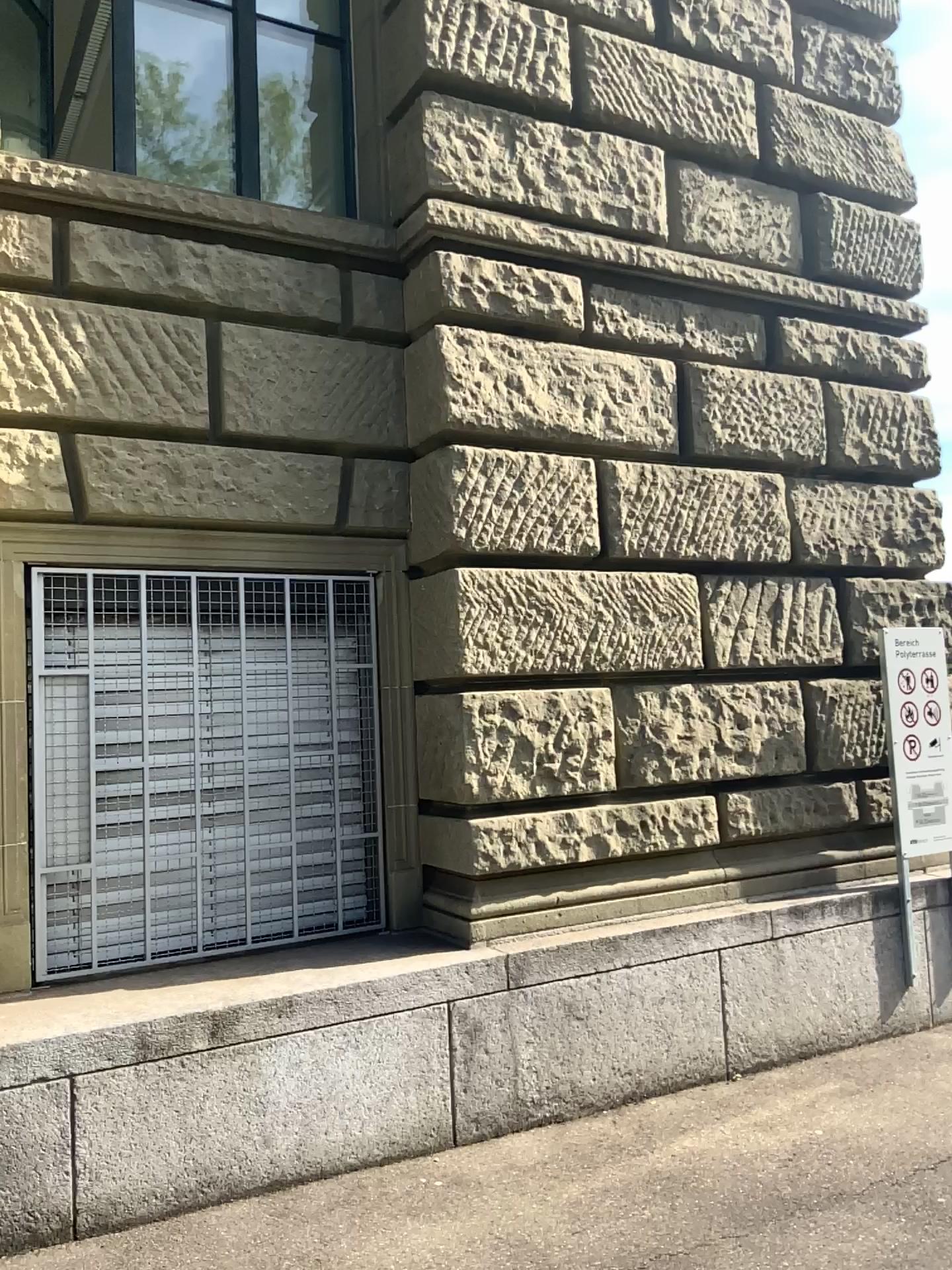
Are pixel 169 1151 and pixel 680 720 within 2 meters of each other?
no
